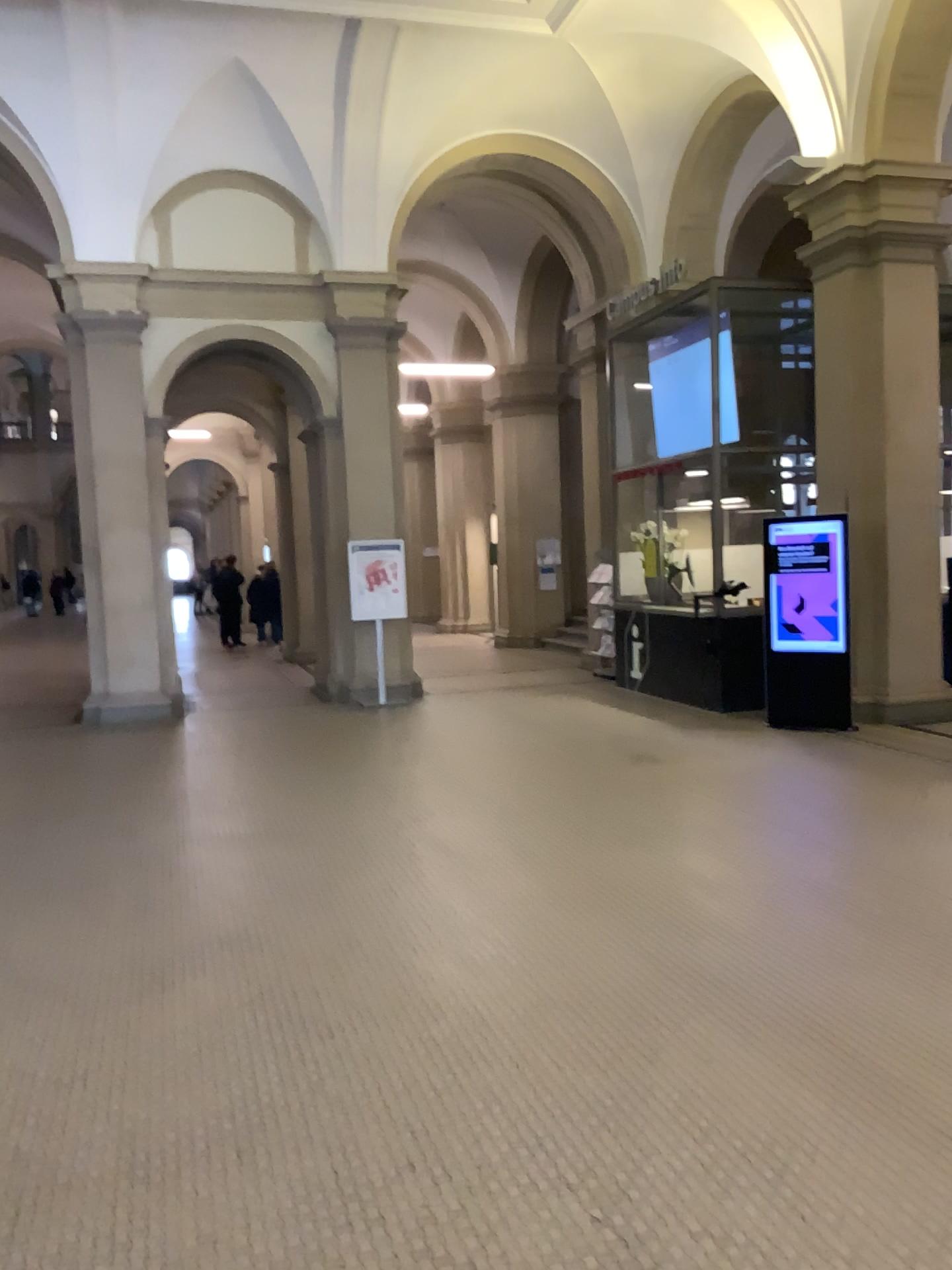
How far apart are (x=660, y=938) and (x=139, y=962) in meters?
2.1
